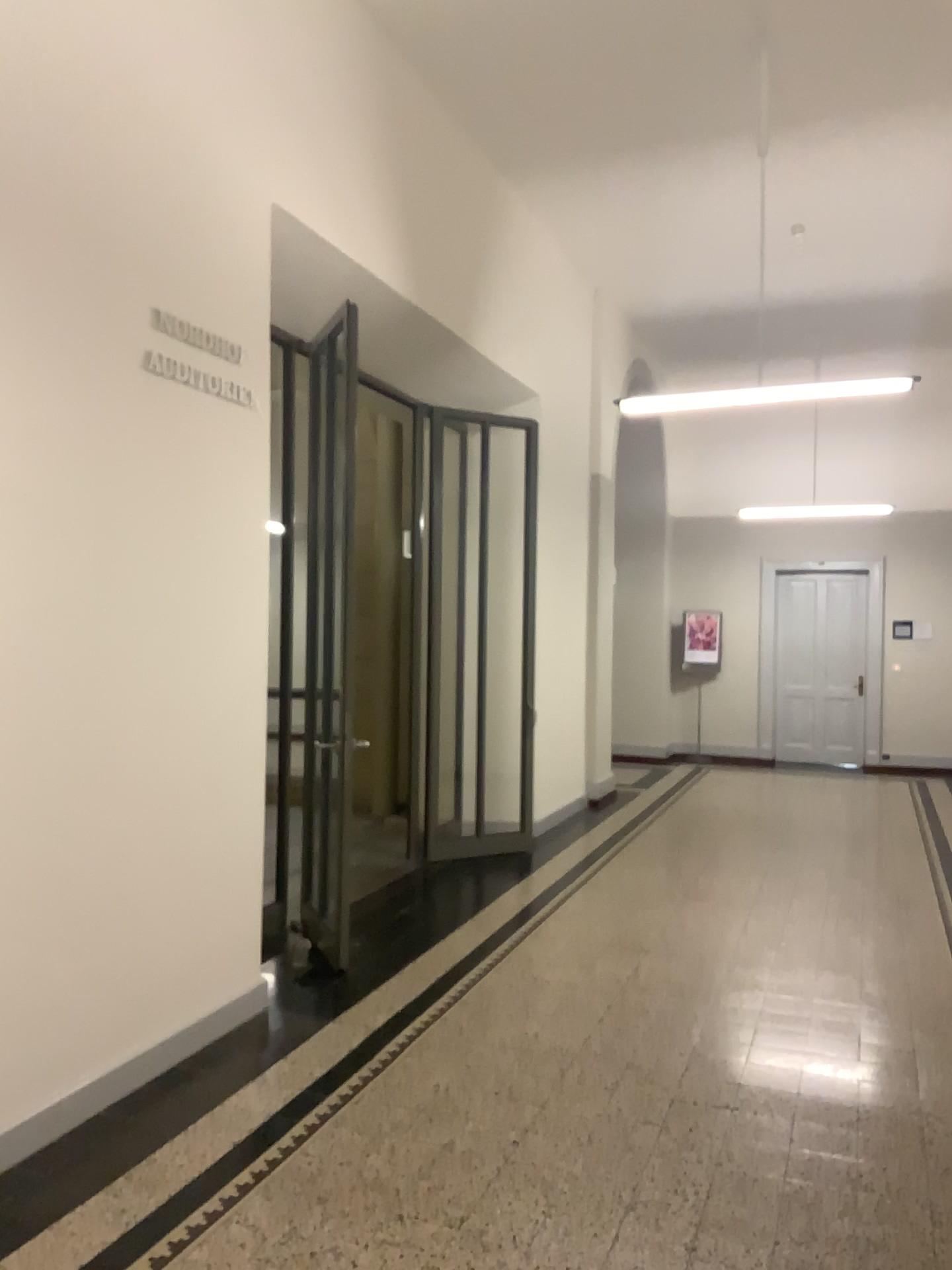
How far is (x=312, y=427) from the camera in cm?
466

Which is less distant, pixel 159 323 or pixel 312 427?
pixel 159 323

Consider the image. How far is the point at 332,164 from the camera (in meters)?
4.97

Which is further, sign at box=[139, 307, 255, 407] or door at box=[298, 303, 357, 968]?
door at box=[298, 303, 357, 968]

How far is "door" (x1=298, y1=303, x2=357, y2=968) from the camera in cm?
466
